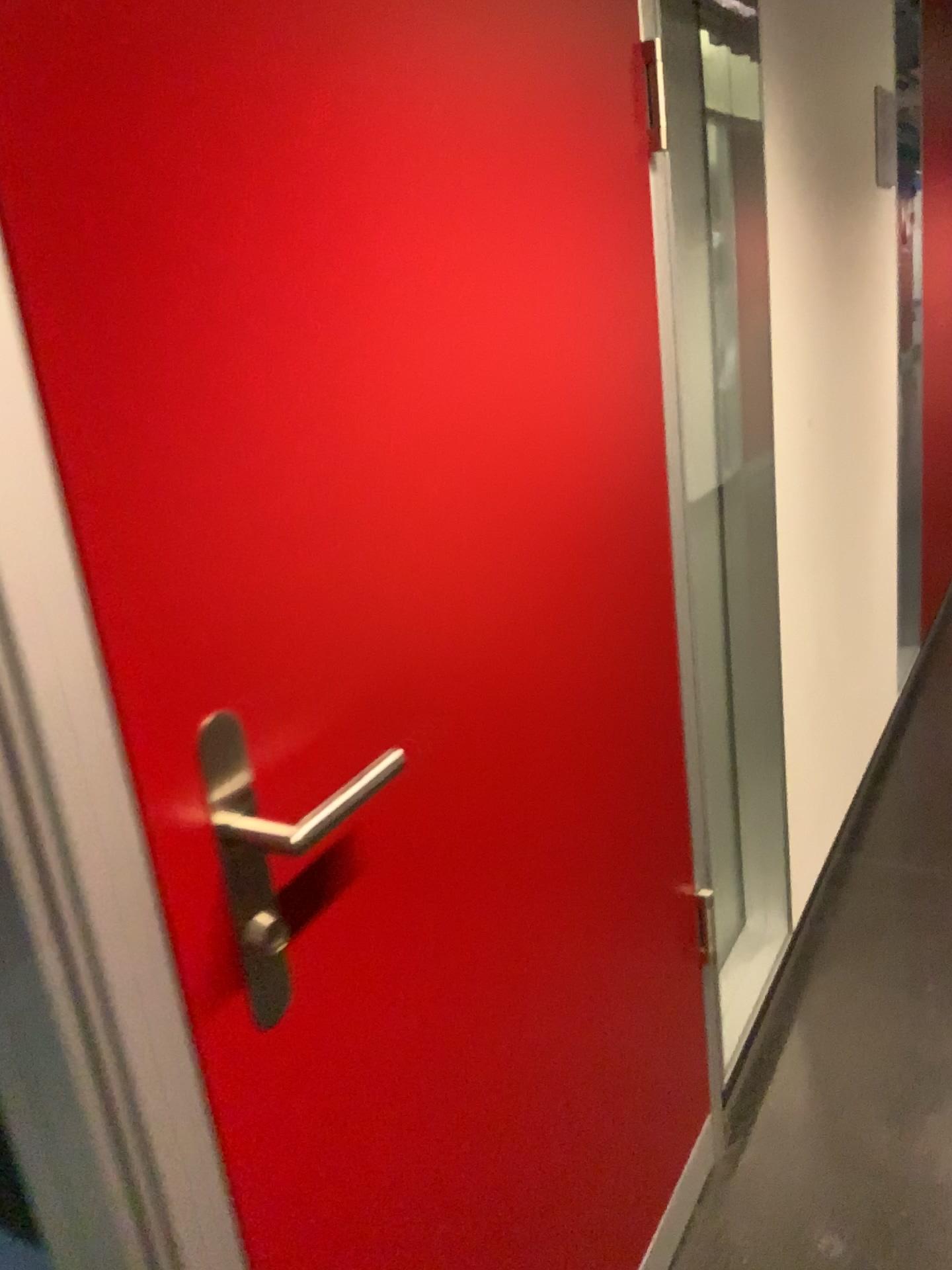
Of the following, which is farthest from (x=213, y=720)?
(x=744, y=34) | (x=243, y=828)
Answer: (x=744, y=34)

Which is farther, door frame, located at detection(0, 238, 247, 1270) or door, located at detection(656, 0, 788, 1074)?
door, located at detection(656, 0, 788, 1074)

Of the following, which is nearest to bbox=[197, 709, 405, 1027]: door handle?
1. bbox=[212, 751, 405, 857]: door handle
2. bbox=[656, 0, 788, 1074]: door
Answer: bbox=[212, 751, 405, 857]: door handle

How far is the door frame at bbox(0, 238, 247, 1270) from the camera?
0.6 meters

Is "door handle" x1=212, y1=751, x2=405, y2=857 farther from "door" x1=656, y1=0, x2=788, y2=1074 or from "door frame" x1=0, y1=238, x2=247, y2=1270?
"door" x1=656, y1=0, x2=788, y2=1074

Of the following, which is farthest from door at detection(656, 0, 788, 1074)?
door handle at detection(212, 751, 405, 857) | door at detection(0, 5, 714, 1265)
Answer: door handle at detection(212, 751, 405, 857)

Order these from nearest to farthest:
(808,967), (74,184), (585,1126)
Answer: (74,184), (585,1126), (808,967)

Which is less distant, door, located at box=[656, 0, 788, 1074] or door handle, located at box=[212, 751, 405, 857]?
door handle, located at box=[212, 751, 405, 857]

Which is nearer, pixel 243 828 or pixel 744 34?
pixel 243 828

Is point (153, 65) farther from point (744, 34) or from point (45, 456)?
point (744, 34)
